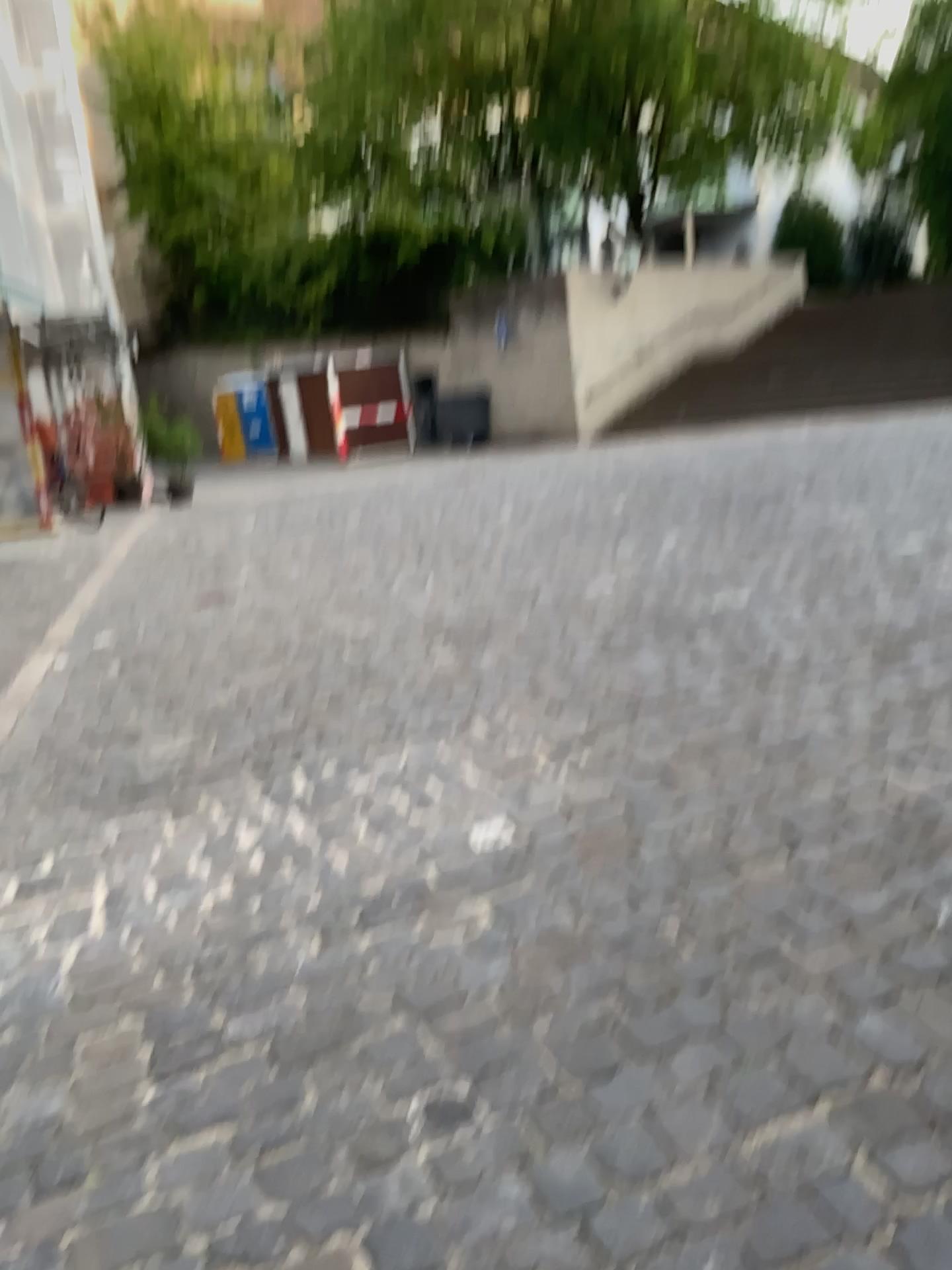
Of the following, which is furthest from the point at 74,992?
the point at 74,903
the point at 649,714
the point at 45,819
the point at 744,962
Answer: the point at 649,714
